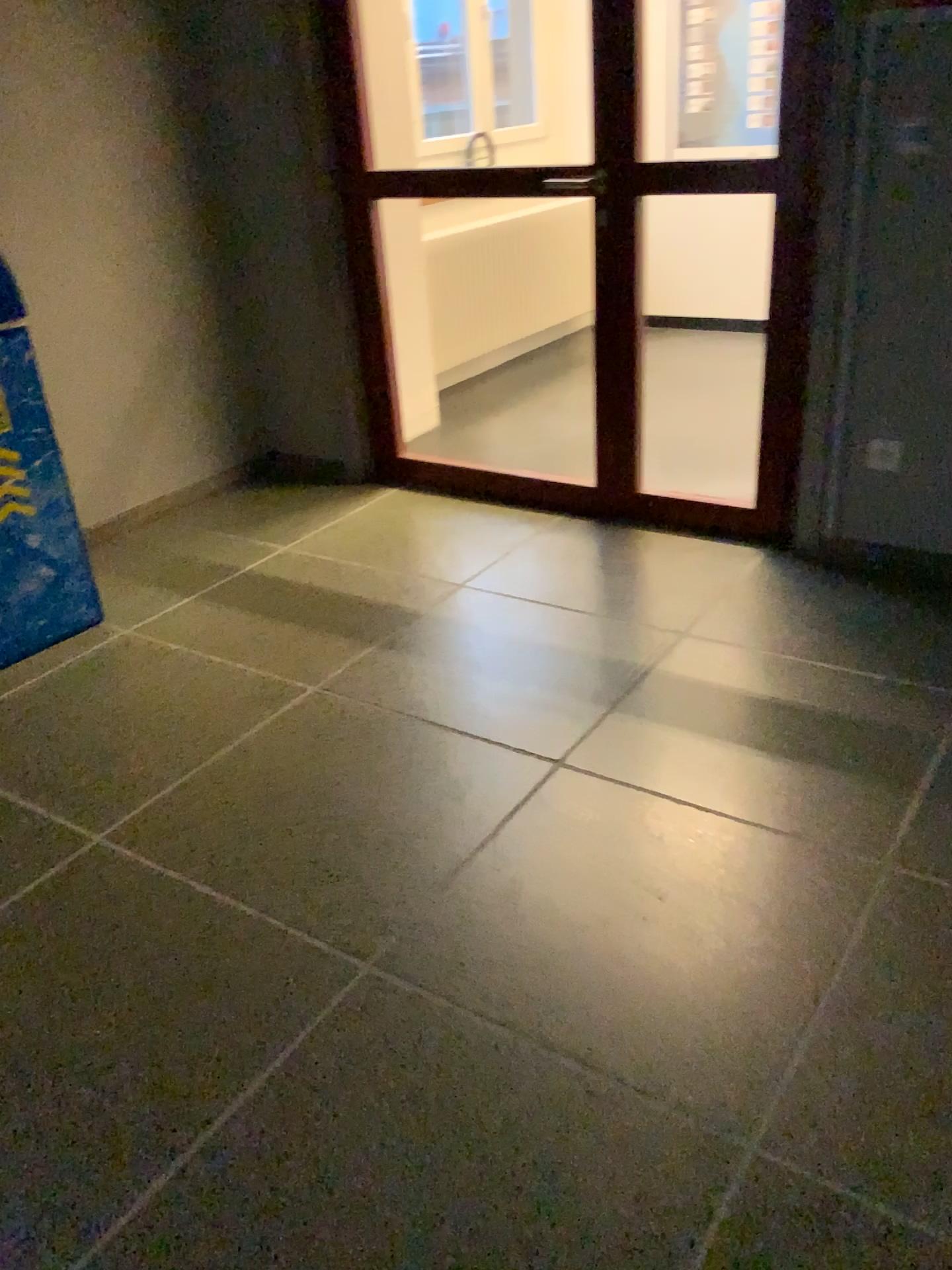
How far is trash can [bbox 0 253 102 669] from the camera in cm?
275

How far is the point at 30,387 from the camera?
2.7 meters

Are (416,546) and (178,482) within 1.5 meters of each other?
yes
